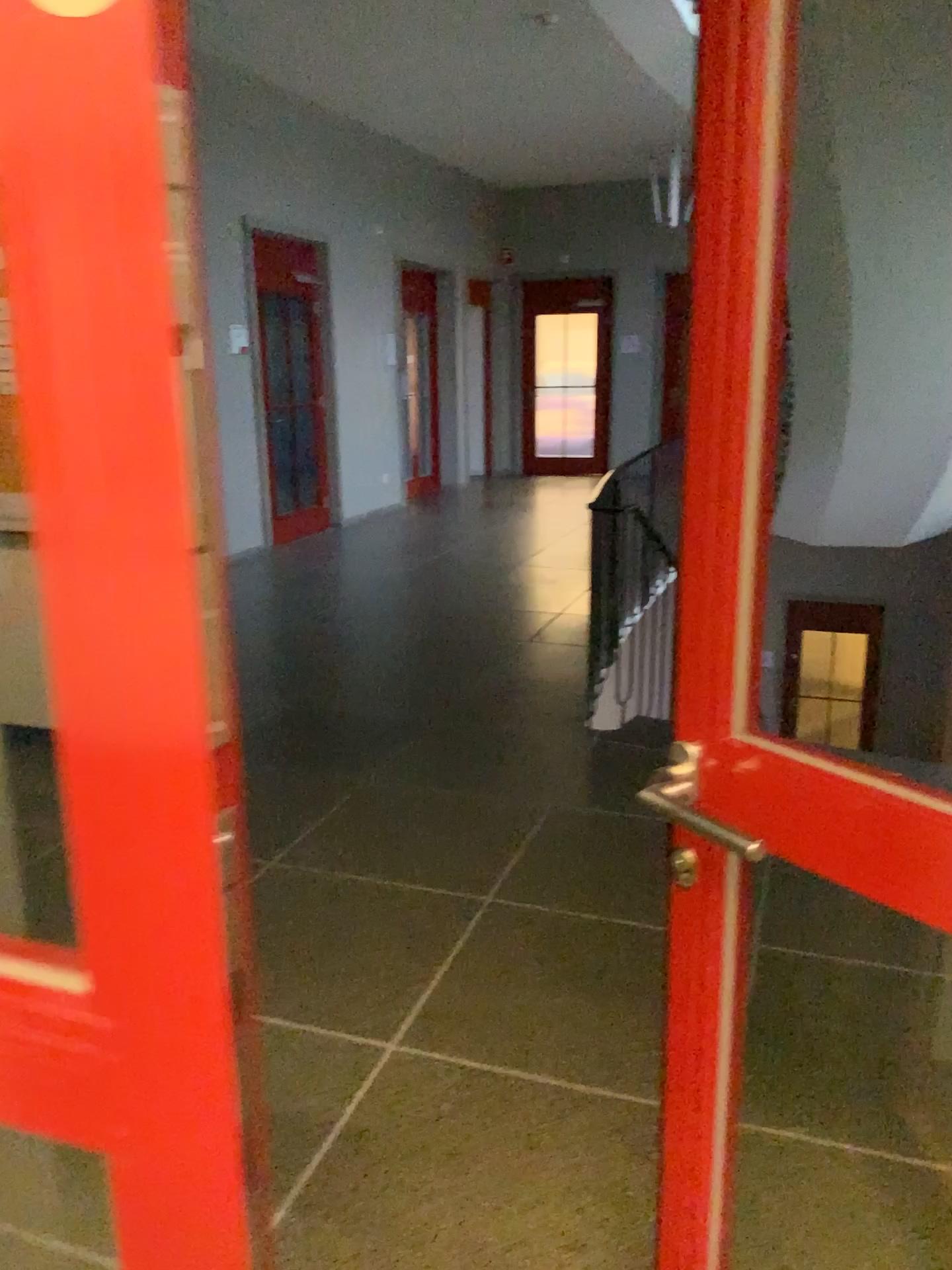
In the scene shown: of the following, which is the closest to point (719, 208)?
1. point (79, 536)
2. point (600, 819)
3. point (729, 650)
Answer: point (729, 650)
